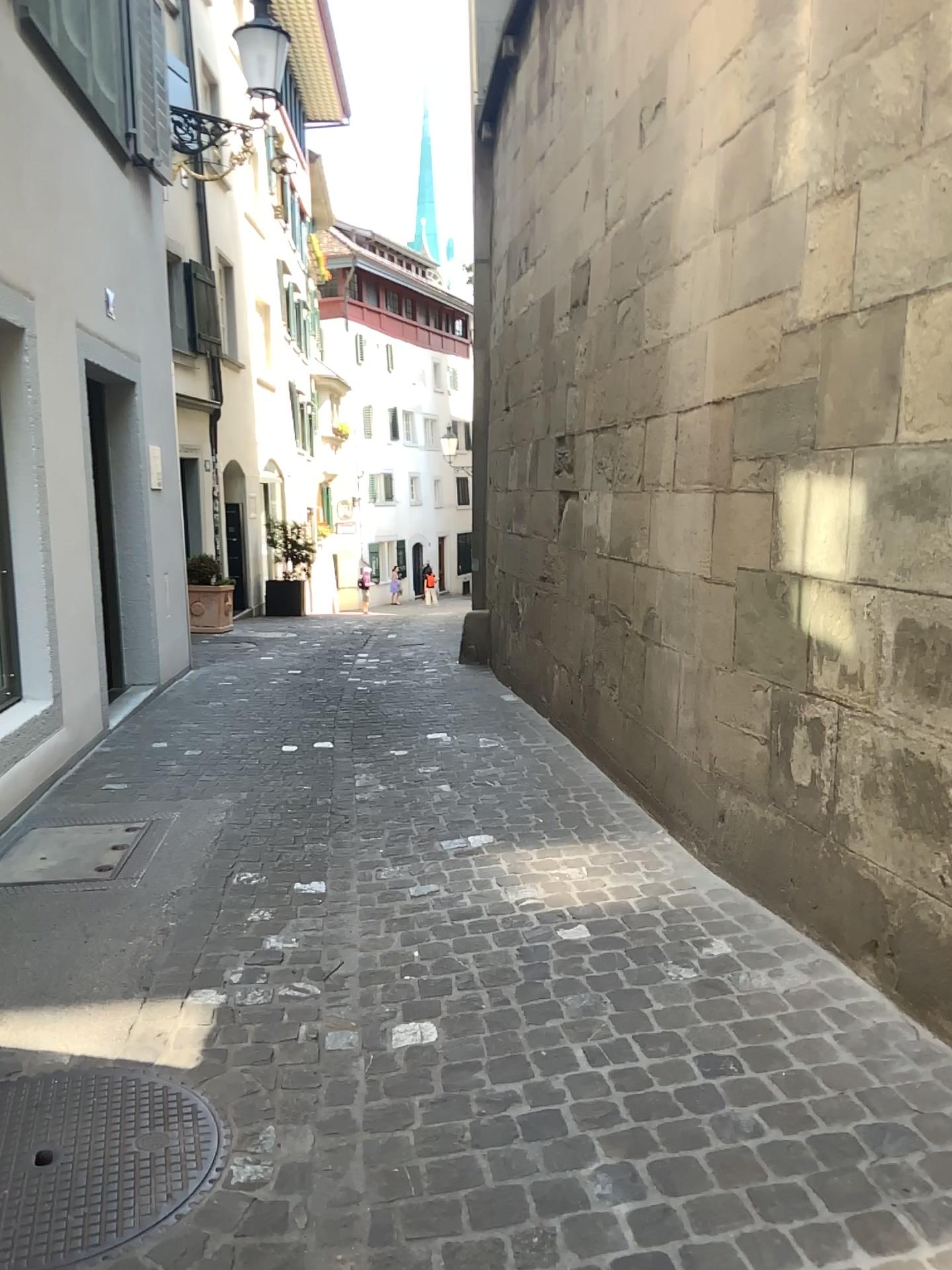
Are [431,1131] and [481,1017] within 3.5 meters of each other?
yes
